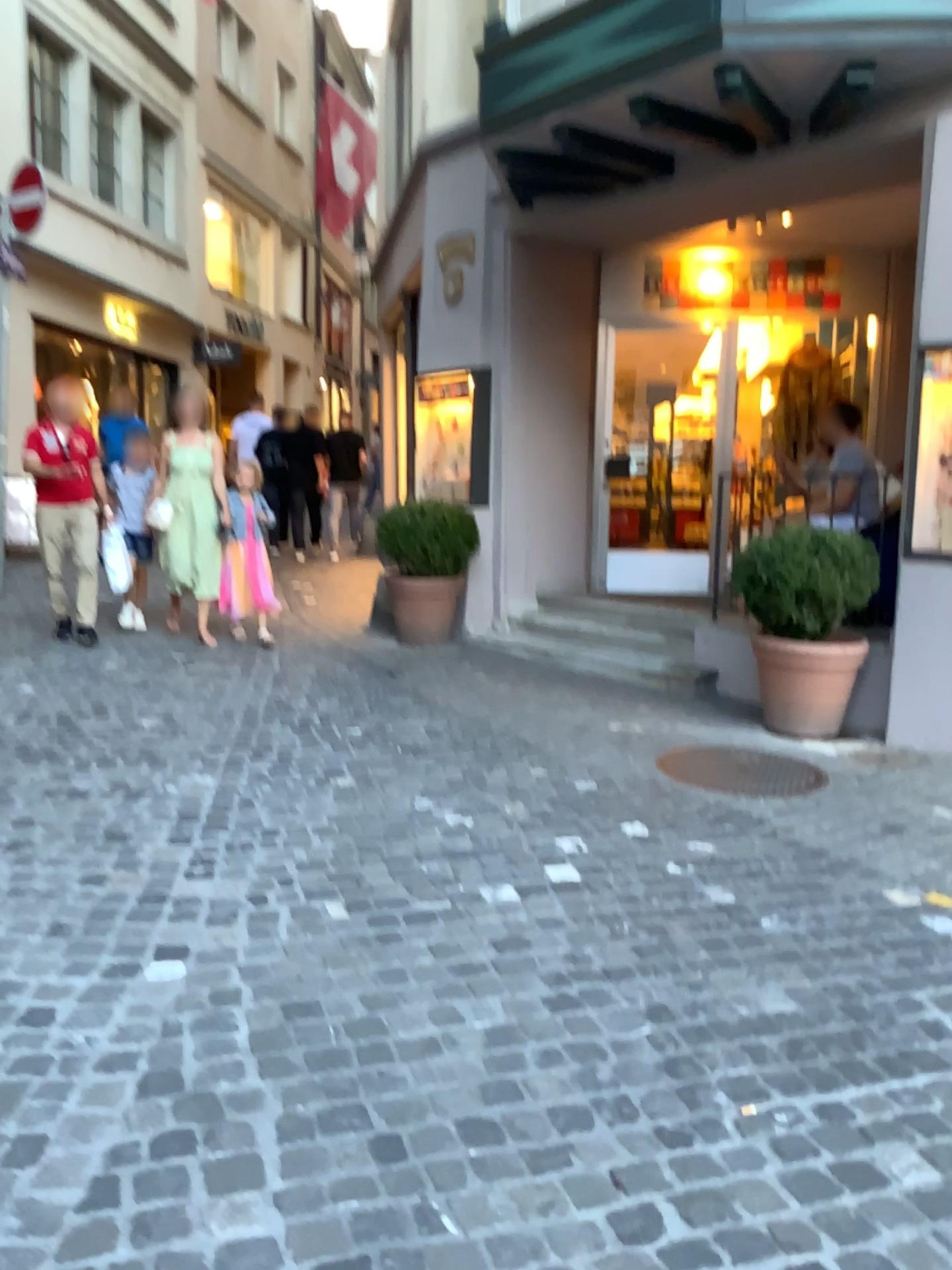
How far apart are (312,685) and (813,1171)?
3.73m

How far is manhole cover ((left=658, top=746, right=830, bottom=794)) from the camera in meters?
4.3 m

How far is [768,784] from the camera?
4.29m
